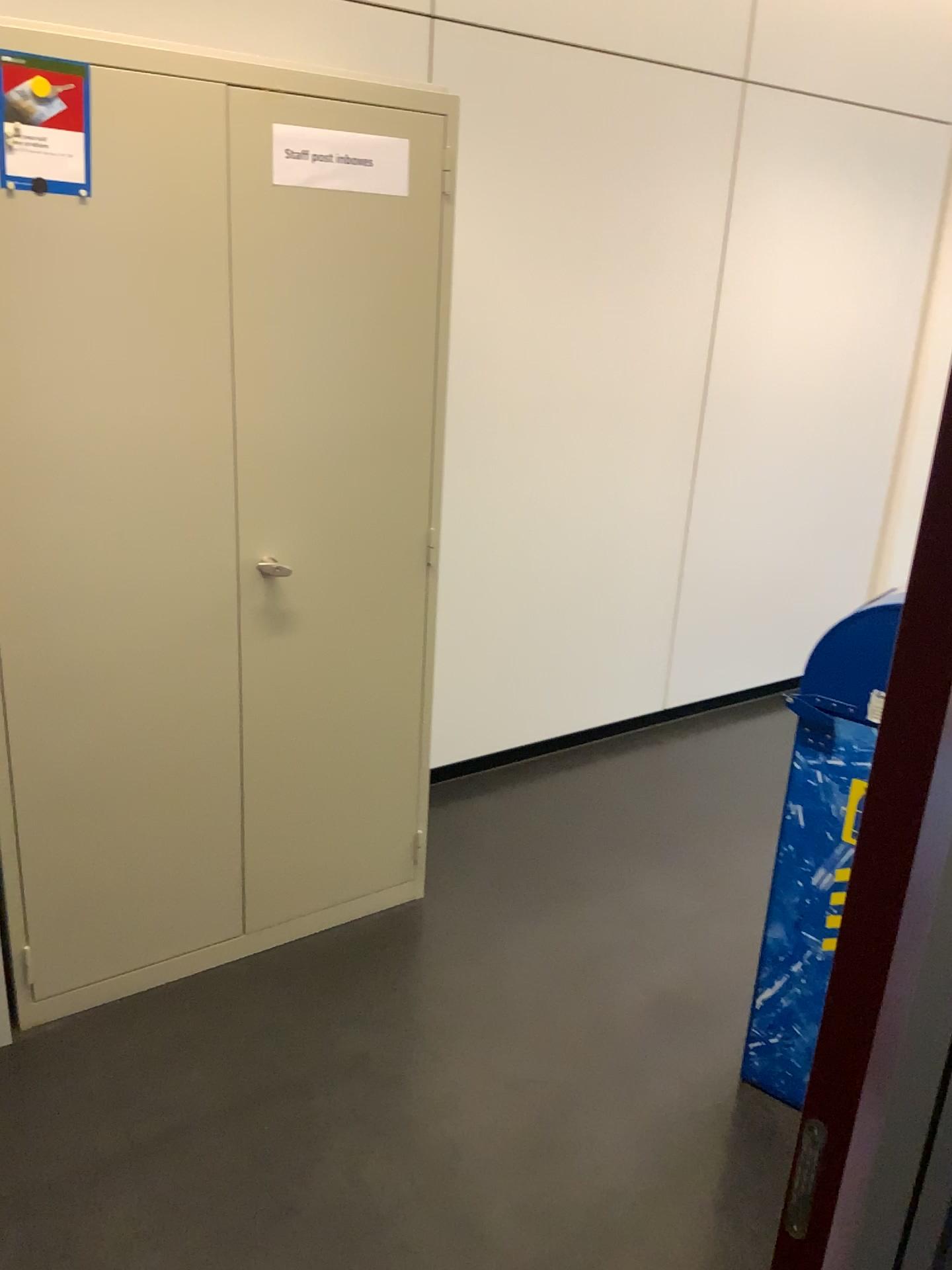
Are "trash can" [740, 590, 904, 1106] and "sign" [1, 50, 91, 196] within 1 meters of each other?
no

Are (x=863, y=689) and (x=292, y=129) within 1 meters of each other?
no

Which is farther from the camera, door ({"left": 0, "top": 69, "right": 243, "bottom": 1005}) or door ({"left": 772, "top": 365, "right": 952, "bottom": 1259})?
Result: door ({"left": 0, "top": 69, "right": 243, "bottom": 1005})

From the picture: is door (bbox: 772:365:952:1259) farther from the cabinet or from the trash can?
the cabinet

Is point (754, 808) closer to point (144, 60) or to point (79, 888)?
point (79, 888)

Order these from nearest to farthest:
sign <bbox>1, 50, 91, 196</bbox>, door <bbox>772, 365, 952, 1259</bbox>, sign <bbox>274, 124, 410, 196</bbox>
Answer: door <bbox>772, 365, 952, 1259</bbox> < sign <bbox>1, 50, 91, 196</bbox> < sign <bbox>274, 124, 410, 196</bbox>

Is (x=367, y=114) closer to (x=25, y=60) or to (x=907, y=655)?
(x=25, y=60)

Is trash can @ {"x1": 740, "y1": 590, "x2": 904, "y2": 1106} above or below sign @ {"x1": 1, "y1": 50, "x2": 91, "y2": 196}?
below

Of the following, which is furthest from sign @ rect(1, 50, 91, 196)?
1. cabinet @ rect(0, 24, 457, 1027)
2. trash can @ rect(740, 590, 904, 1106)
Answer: trash can @ rect(740, 590, 904, 1106)

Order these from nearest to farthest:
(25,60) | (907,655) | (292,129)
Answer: (907,655) → (25,60) → (292,129)
